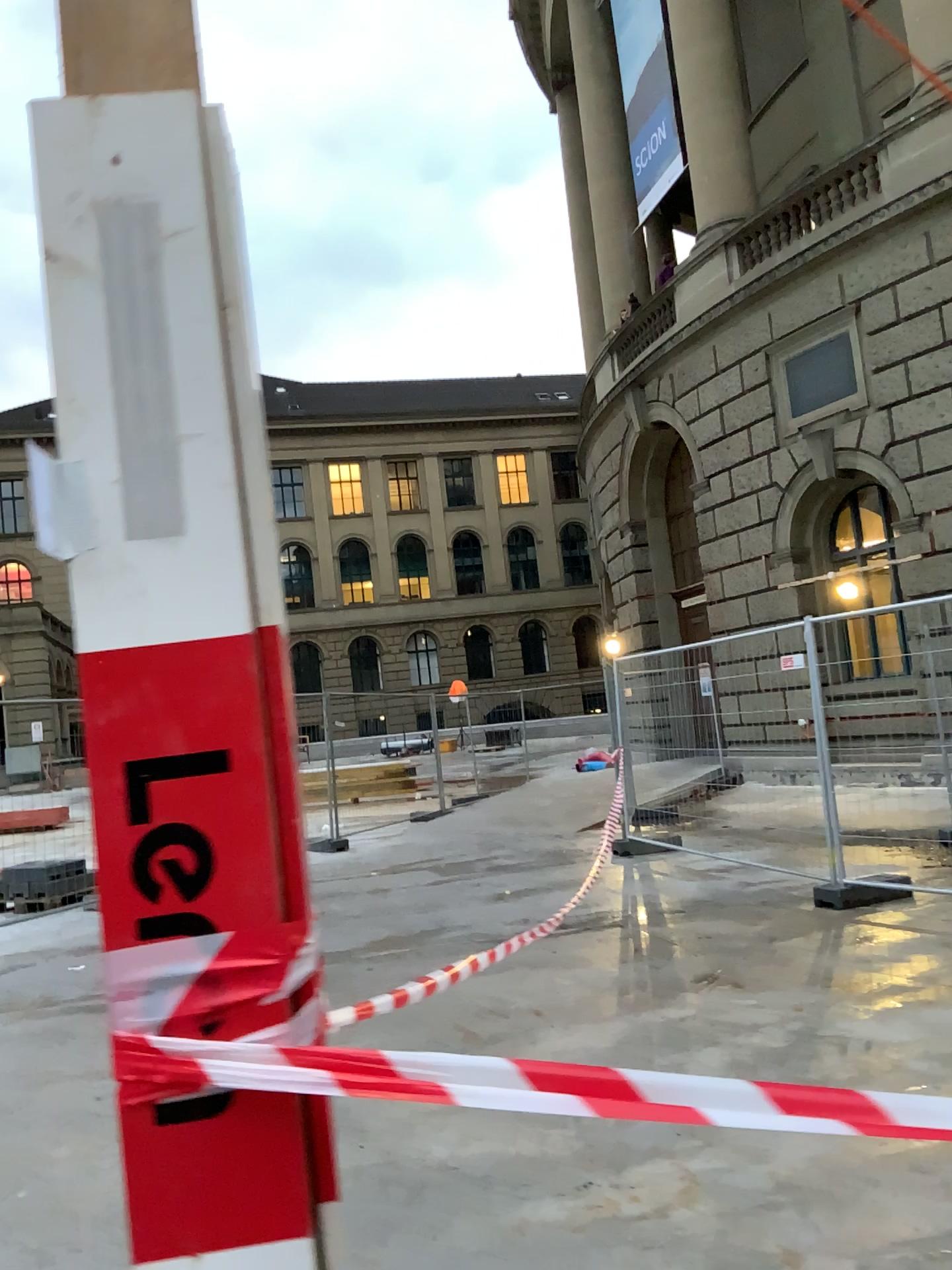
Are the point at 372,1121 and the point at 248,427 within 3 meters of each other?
no
